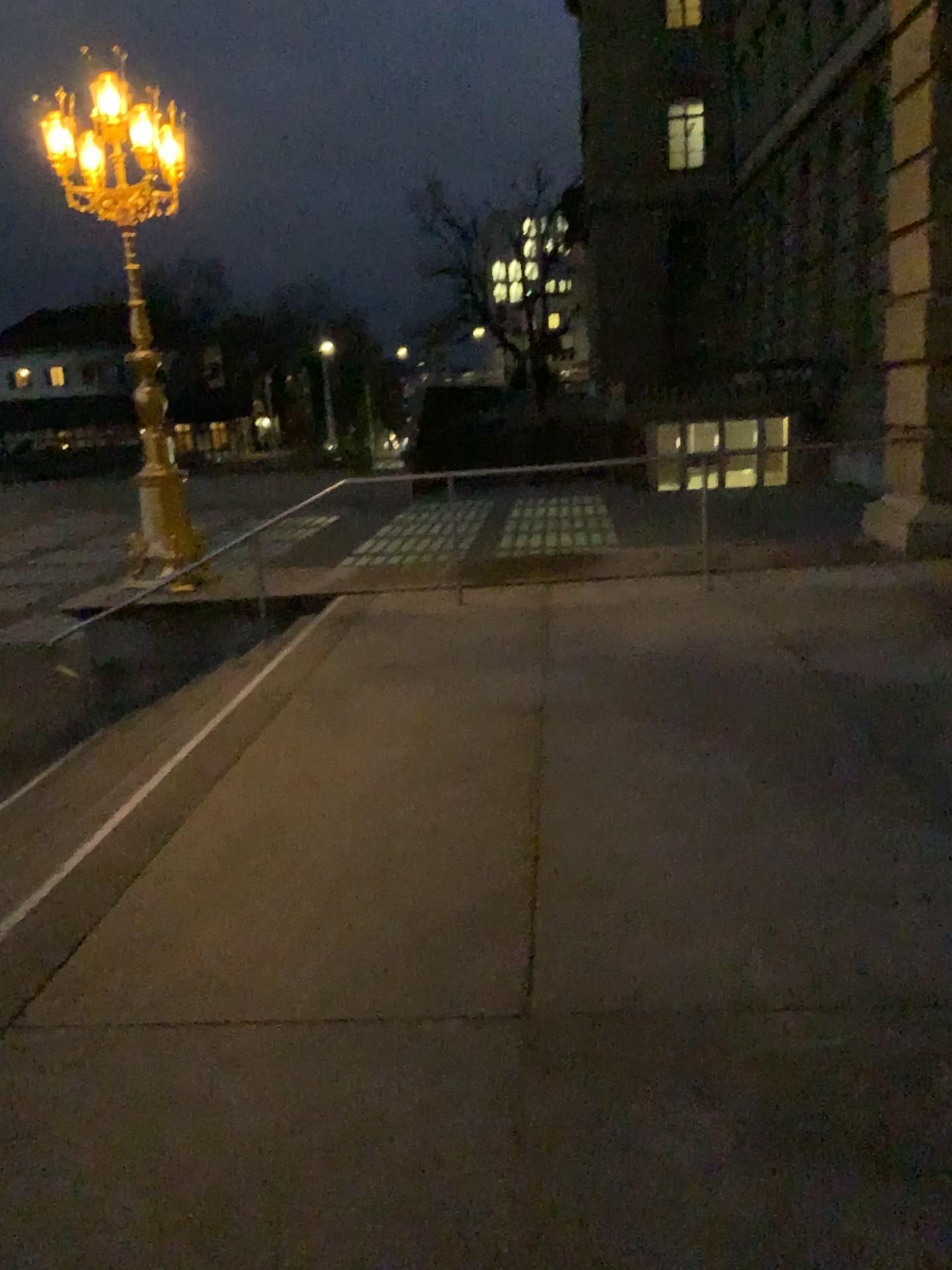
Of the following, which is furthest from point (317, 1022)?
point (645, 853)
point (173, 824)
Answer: point (173, 824)
